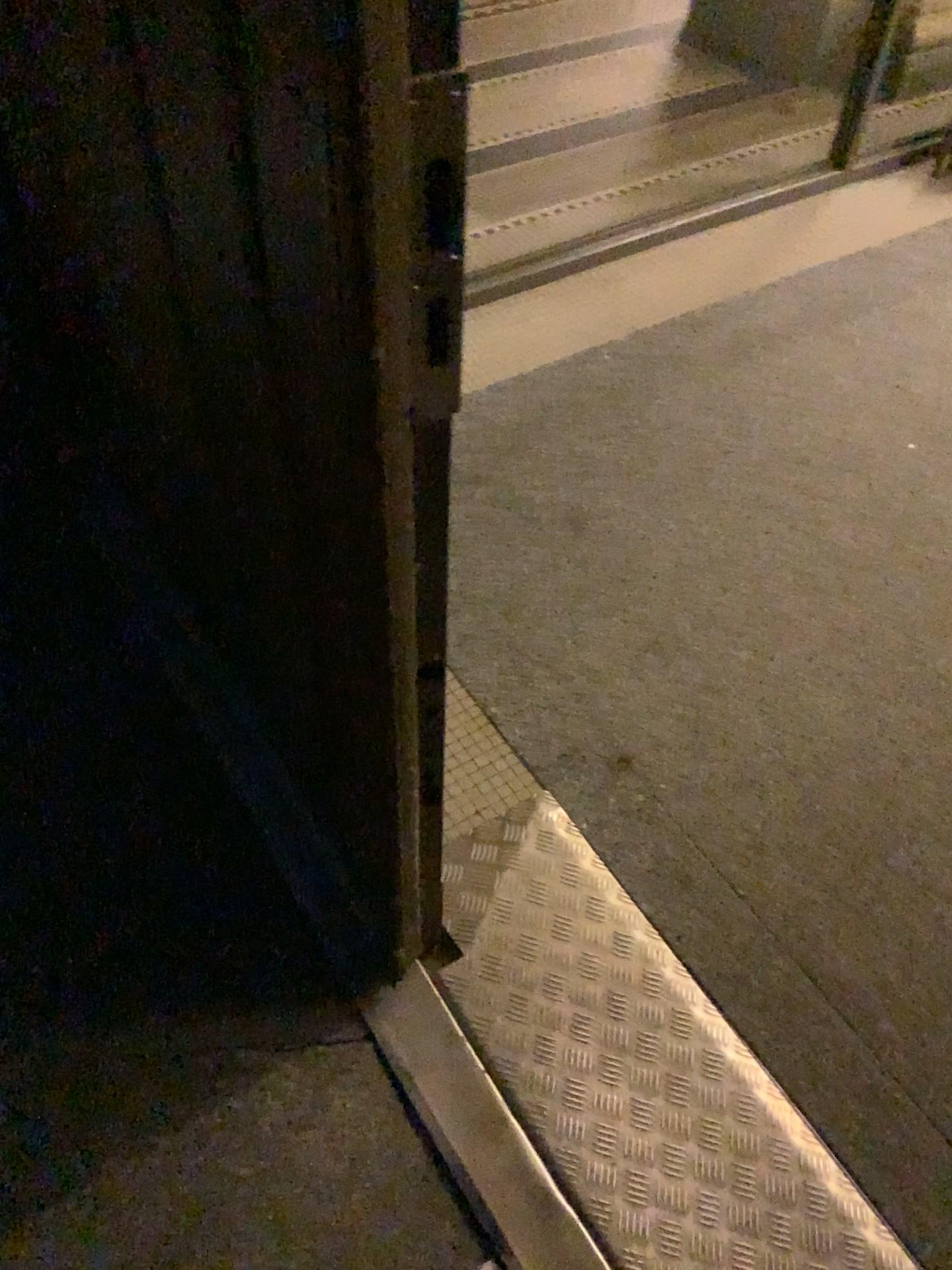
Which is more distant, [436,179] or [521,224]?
→ [521,224]

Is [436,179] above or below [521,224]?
above

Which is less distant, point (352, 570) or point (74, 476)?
point (352, 570)

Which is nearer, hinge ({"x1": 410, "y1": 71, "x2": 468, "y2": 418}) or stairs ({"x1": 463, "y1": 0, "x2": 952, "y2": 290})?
hinge ({"x1": 410, "y1": 71, "x2": 468, "y2": 418})

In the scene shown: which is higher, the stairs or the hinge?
the hinge
